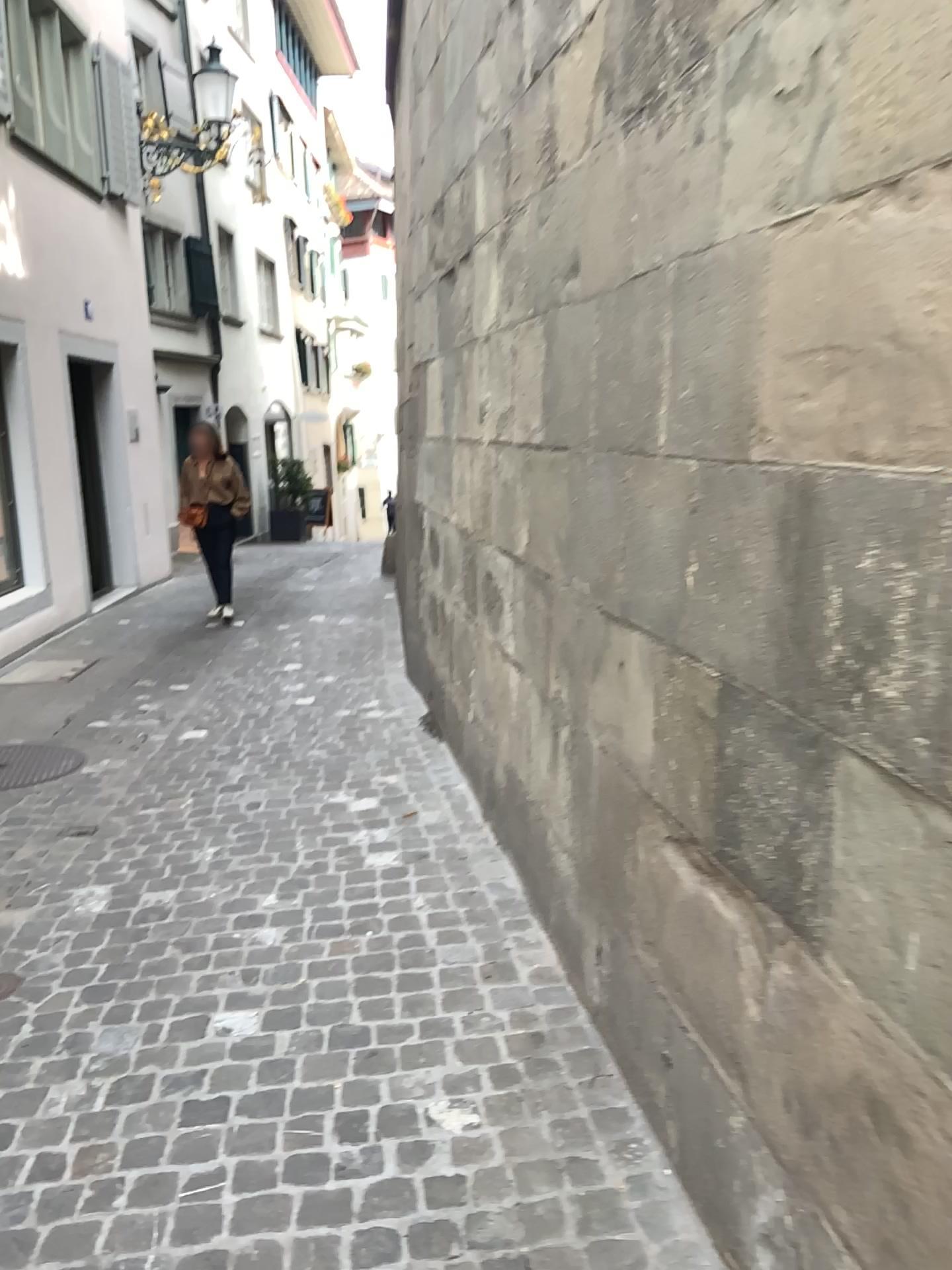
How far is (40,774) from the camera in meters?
4.7 m

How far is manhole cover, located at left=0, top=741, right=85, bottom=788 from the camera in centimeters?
468cm

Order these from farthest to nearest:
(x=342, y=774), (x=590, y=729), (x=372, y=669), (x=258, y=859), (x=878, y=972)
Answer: (x=372, y=669)
(x=342, y=774)
(x=258, y=859)
(x=590, y=729)
(x=878, y=972)
